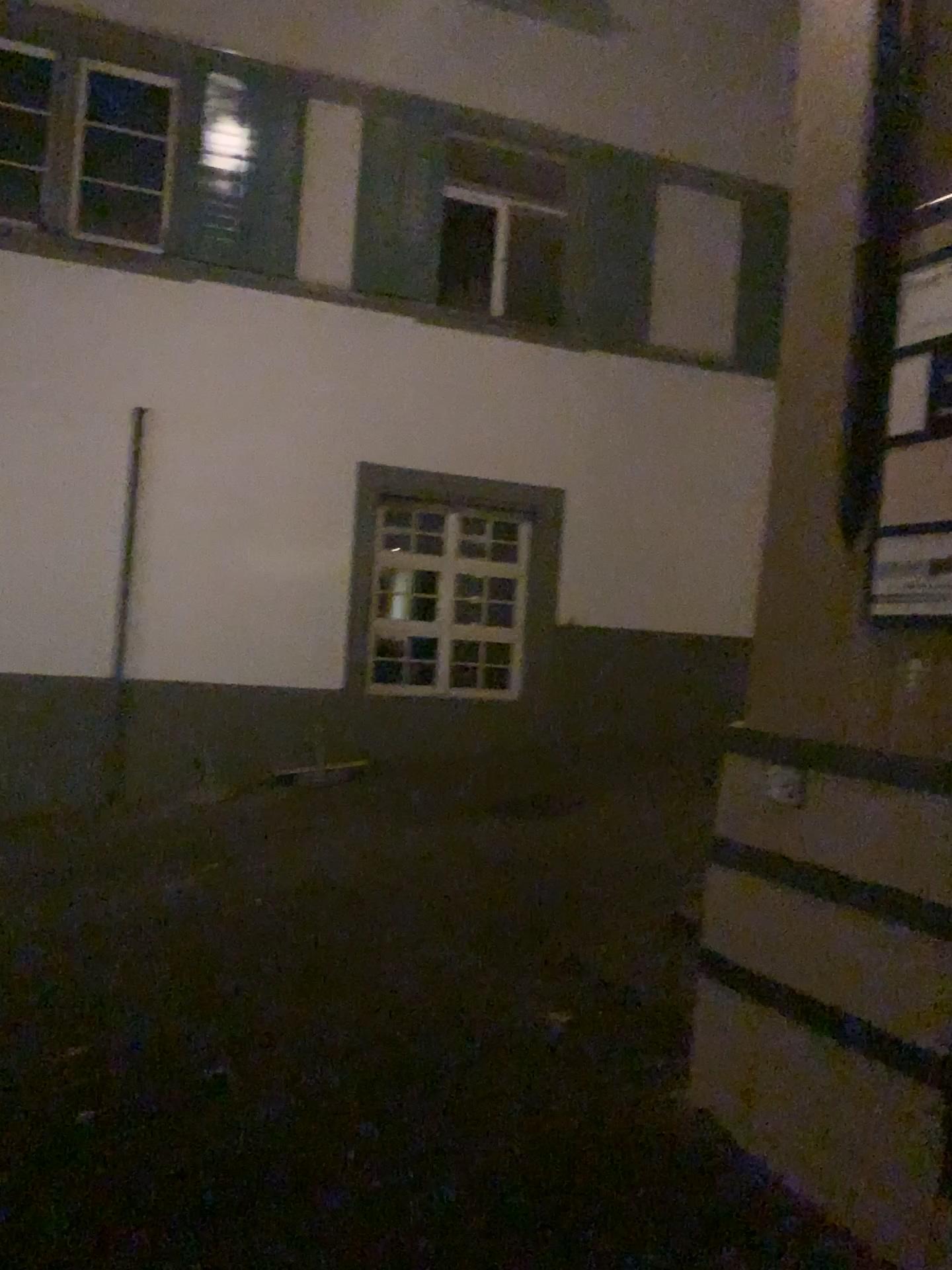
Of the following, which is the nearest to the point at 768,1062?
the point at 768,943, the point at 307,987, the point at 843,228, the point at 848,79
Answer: the point at 768,943
